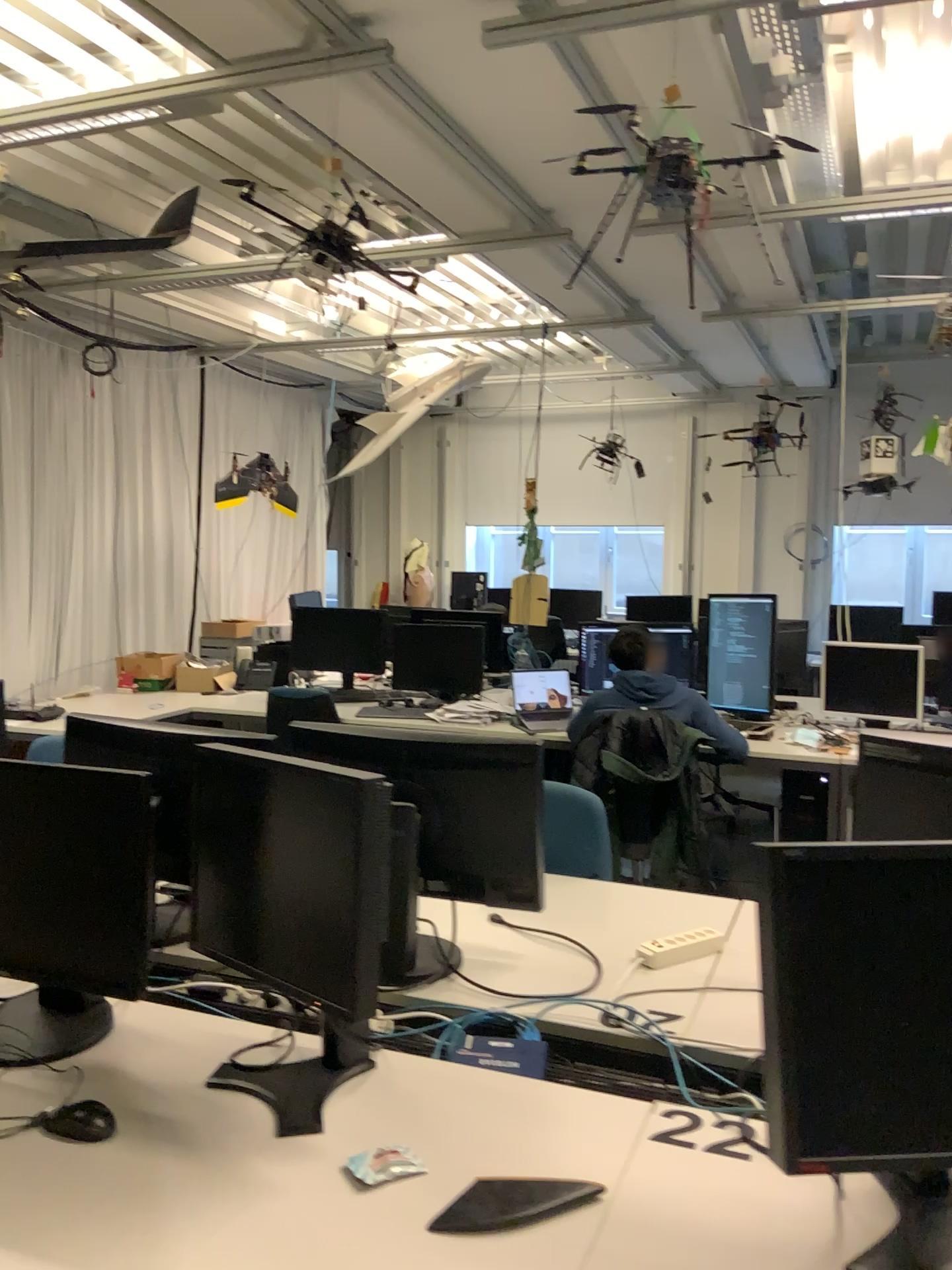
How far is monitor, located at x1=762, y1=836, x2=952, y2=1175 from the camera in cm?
120

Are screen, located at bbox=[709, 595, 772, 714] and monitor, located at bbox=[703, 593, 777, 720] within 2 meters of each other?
yes

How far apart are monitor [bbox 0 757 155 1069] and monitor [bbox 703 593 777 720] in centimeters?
357cm

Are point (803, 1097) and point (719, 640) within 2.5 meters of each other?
no

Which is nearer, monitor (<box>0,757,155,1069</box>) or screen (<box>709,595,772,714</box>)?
monitor (<box>0,757,155,1069</box>)

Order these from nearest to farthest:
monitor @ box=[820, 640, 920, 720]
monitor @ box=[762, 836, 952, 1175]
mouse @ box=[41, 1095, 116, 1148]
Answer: monitor @ box=[762, 836, 952, 1175], mouse @ box=[41, 1095, 116, 1148], monitor @ box=[820, 640, 920, 720]

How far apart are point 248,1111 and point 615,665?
3.08m

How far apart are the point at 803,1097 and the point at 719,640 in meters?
3.9 m

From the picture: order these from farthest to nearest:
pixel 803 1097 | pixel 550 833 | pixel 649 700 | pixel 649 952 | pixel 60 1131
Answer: pixel 649 700
pixel 550 833
pixel 649 952
pixel 60 1131
pixel 803 1097

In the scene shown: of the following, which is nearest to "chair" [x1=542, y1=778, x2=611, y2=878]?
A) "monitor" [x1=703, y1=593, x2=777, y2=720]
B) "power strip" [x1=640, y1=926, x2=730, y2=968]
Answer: "power strip" [x1=640, y1=926, x2=730, y2=968]
